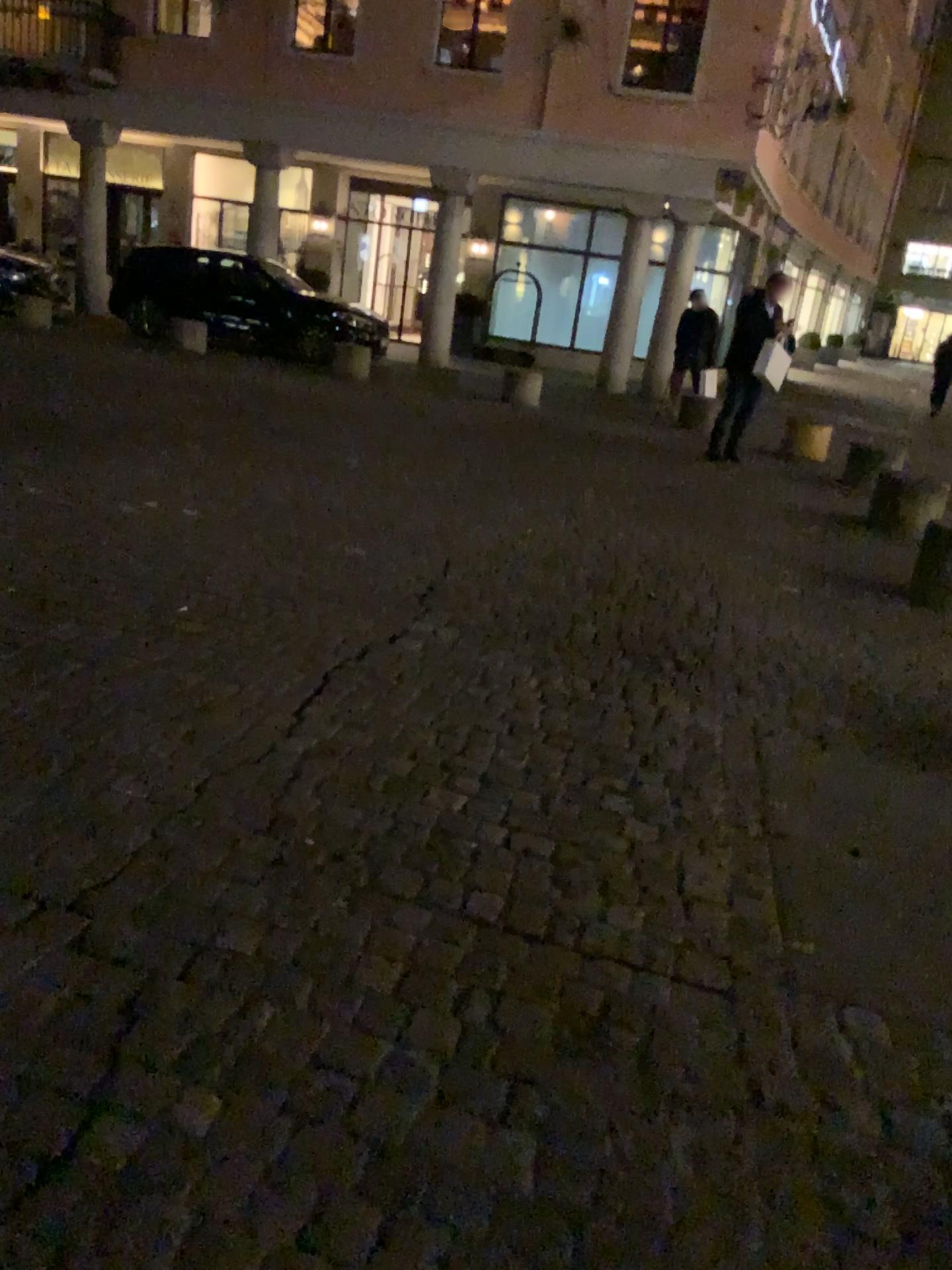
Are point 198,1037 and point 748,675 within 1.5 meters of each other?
no
